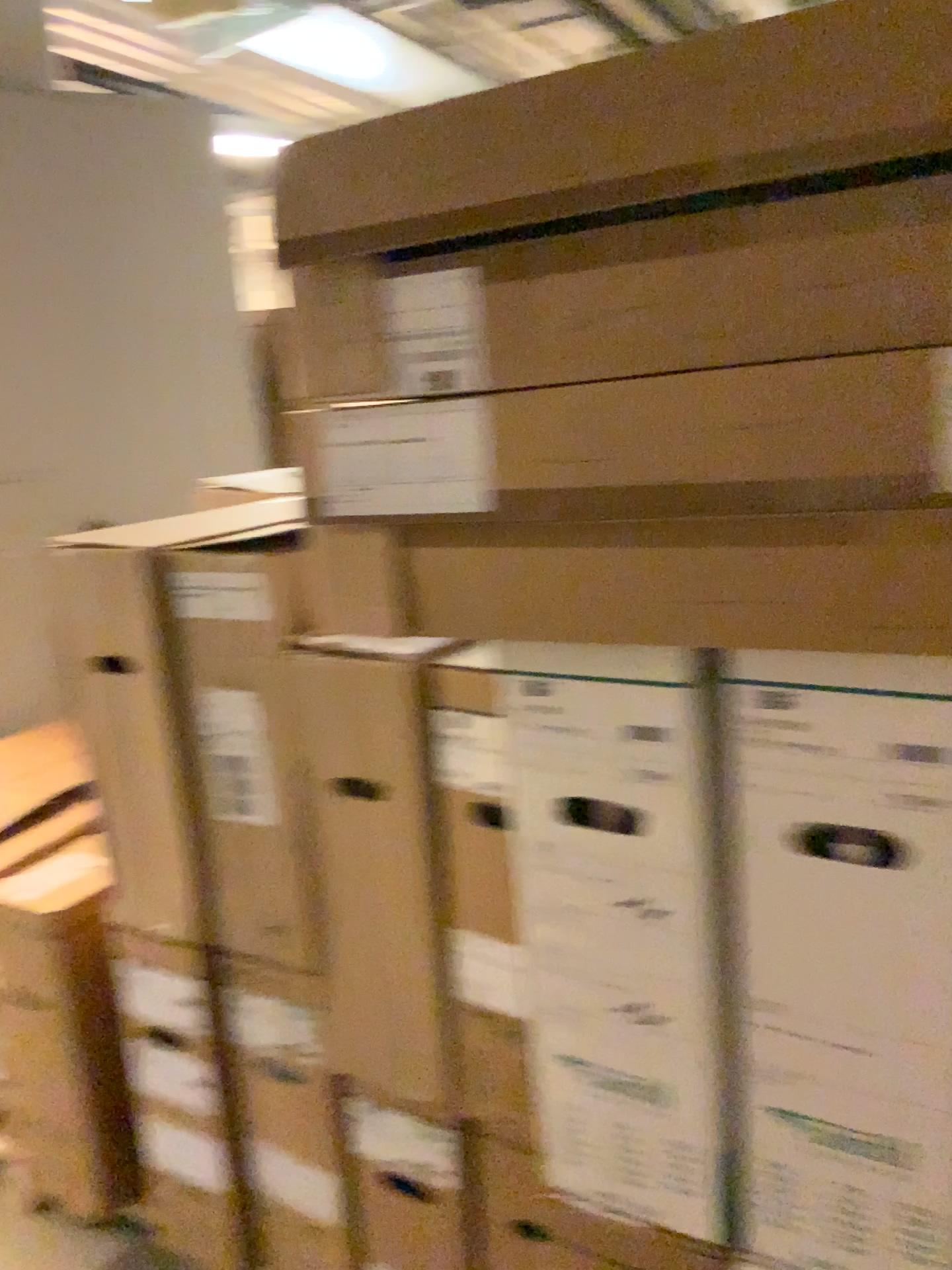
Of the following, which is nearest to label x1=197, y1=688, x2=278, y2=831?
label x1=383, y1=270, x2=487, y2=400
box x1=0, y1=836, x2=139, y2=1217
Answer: box x1=0, y1=836, x2=139, y2=1217

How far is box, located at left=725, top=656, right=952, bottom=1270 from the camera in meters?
0.9 m

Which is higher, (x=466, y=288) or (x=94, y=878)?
(x=466, y=288)

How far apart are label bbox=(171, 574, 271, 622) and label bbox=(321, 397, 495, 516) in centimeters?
44cm

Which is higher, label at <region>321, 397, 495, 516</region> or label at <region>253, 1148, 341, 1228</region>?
label at <region>321, 397, 495, 516</region>

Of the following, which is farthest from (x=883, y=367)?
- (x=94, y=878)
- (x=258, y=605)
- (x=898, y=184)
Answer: (x=94, y=878)

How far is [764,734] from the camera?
0.9 meters

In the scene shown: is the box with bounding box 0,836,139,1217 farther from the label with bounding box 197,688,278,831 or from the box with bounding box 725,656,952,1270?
the box with bounding box 725,656,952,1270

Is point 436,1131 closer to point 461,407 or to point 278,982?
point 278,982

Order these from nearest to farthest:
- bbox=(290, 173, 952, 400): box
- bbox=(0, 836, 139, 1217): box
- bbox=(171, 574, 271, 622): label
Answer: bbox=(290, 173, 952, 400): box → bbox=(171, 574, 271, 622): label → bbox=(0, 836, 139, 1217): box
